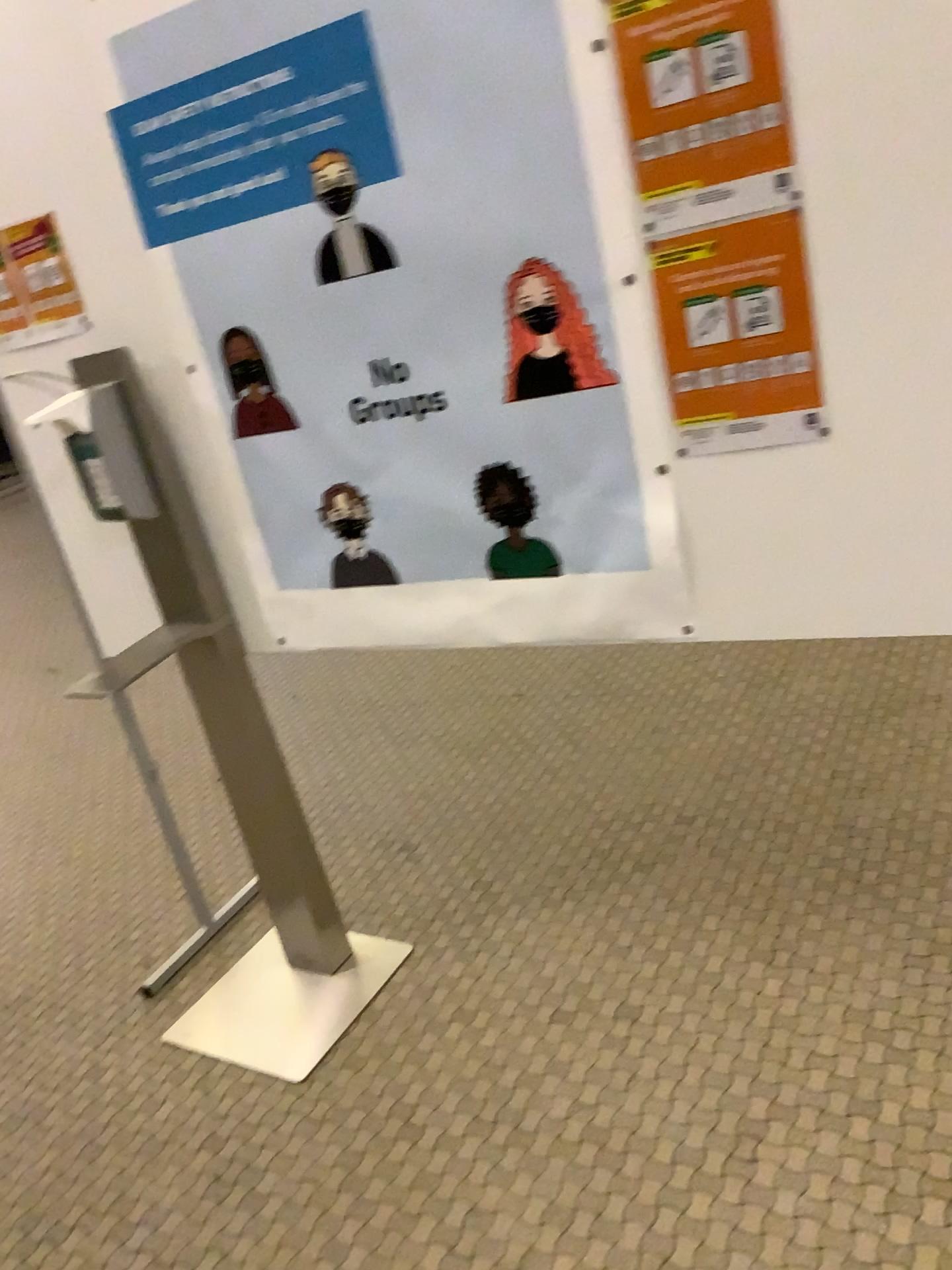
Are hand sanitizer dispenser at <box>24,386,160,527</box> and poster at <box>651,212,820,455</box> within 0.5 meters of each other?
no

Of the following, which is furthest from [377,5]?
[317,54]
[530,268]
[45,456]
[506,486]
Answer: [45,456]

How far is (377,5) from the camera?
1.44m

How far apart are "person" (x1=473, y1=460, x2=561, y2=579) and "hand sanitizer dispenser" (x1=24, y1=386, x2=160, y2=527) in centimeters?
67cm

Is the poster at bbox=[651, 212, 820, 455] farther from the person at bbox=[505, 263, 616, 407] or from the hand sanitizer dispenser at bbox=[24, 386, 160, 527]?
the hand sanitizer dispenser at bbox=[24, 386, 160, 527]

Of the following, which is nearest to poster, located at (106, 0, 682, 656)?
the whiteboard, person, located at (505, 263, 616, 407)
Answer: person, located at (505, 263, 616, 407)

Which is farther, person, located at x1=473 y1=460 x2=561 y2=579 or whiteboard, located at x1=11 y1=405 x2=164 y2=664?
whiteboard, located at x1=11 y1=405 x2=164 y2=664

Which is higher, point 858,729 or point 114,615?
point 114,615

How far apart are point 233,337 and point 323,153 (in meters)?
0.35

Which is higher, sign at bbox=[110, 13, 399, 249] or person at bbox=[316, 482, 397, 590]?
sign at bbox=[110, 13, 399, 249]
